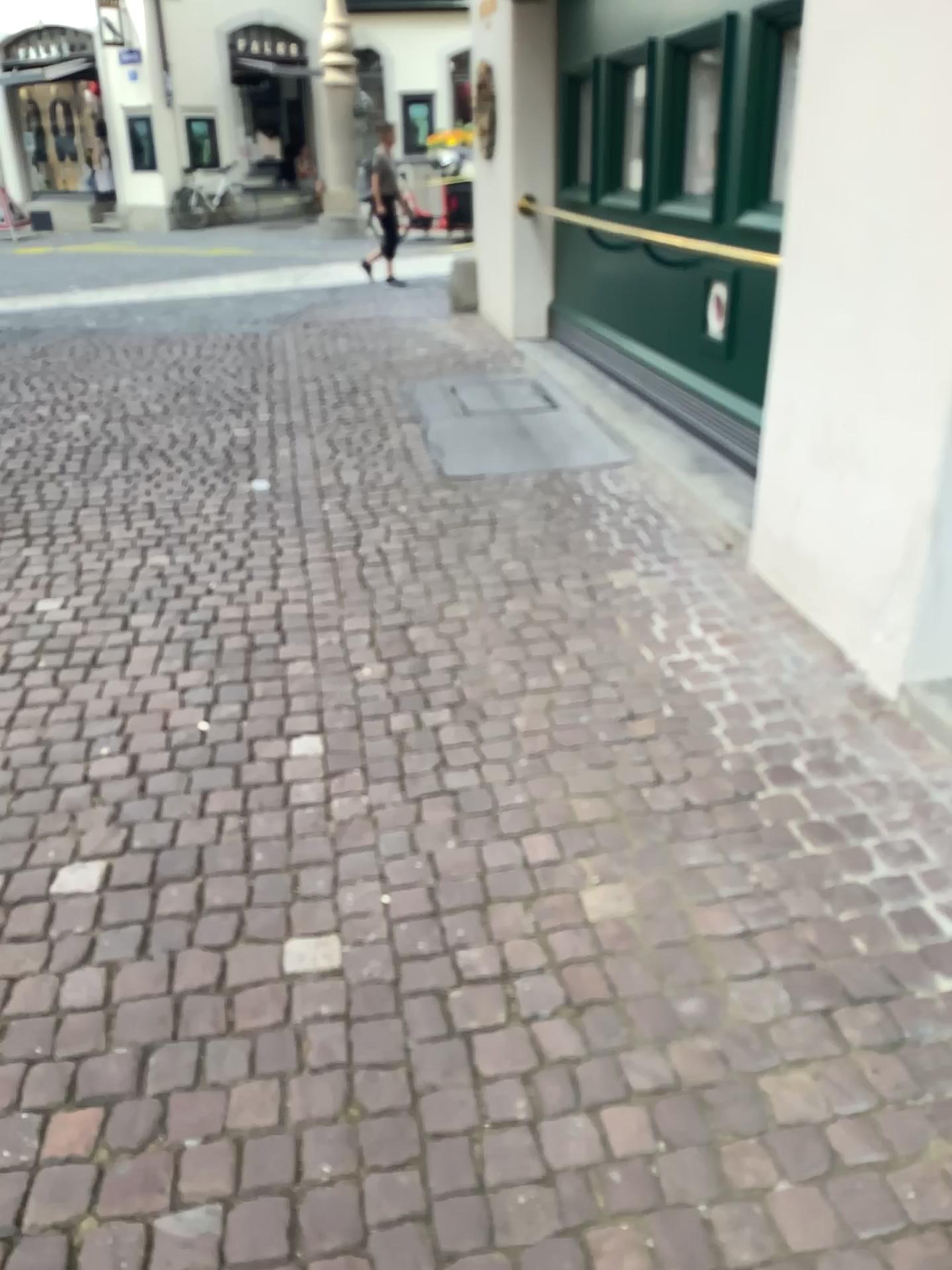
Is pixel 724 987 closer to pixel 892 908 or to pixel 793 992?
pixel 793 992
